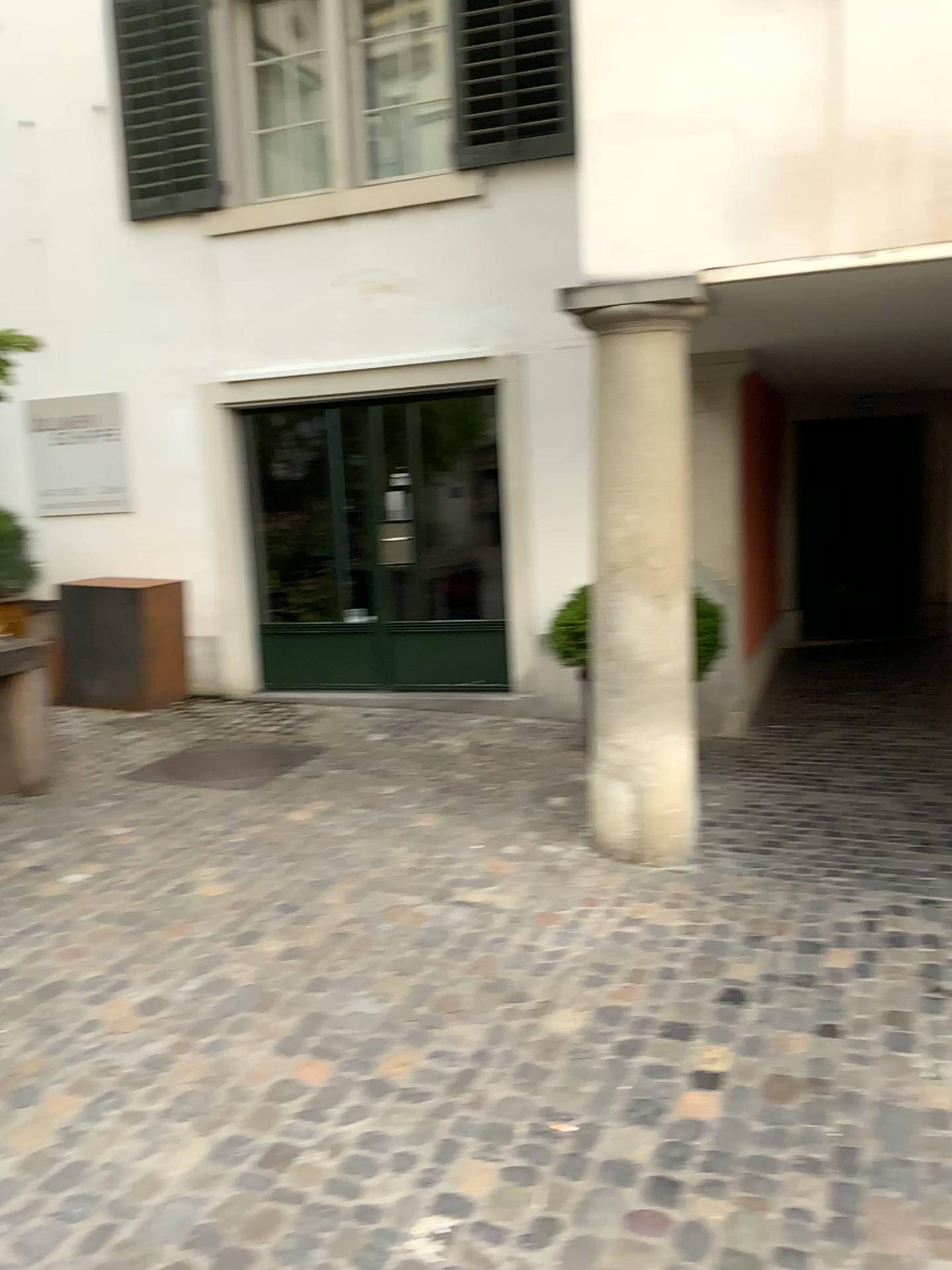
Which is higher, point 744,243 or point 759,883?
point 744,243

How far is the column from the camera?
3.96m

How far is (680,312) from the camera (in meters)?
3.96
